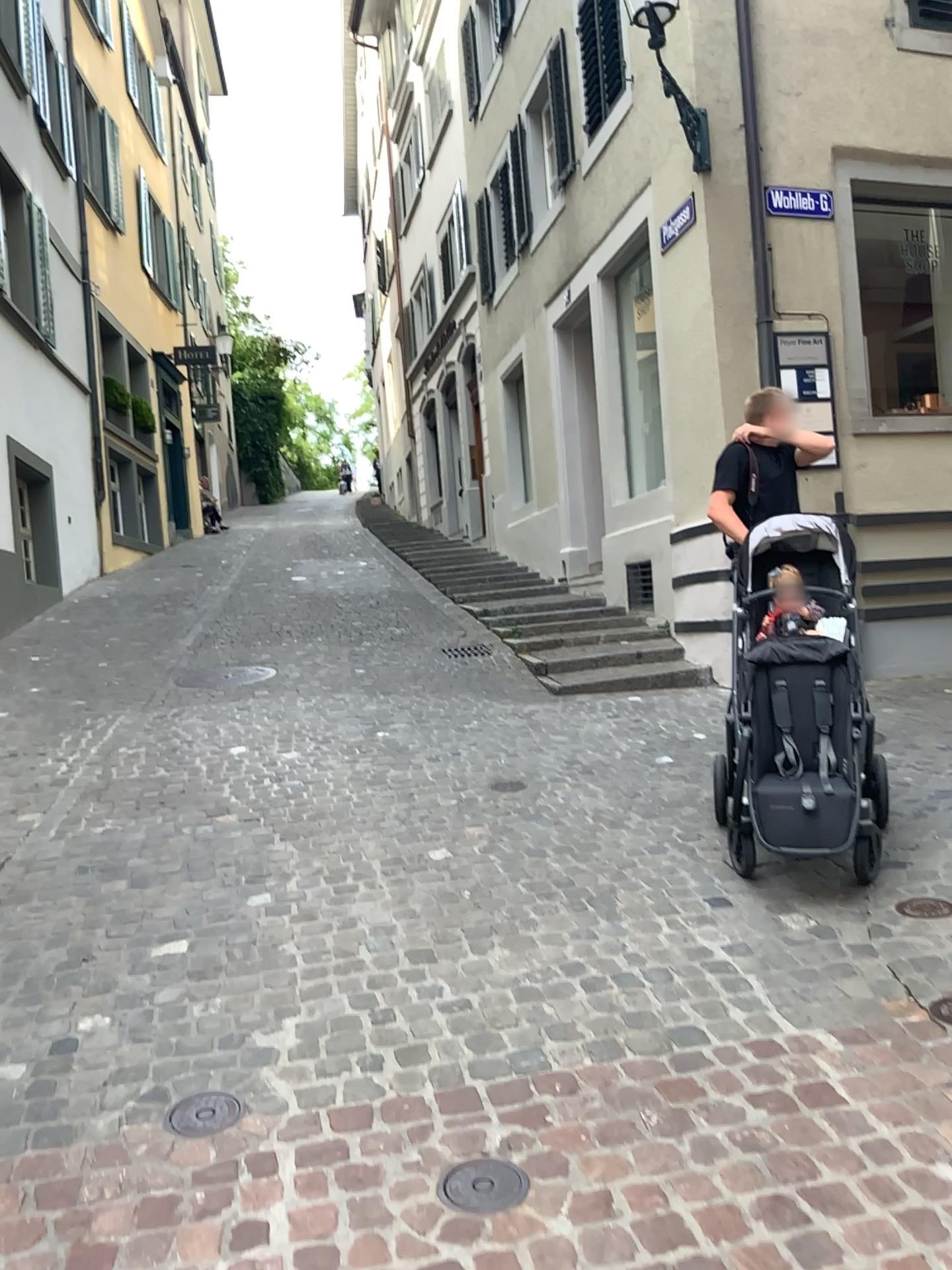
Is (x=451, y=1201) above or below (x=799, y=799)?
below

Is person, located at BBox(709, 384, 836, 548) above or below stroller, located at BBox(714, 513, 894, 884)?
above

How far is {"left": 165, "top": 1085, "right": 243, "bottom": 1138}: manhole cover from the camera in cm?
237

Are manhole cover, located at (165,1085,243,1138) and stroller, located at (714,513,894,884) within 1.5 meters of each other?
no

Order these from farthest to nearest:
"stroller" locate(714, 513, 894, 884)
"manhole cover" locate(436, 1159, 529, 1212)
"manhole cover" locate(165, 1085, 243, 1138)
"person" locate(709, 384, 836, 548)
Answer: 1. "person" locate(709, 384, 836, 548)
2. "stroller" locate(714, 513, 894, 884)
3. "manhole cover" locate(165, 1085, 243, 1138)
4. "manhole cover" locate(436, 1159, 529, 1212)

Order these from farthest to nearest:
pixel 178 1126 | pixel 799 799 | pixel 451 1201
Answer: pixel 799 799
pixel 178 1126
pixel 451 1201

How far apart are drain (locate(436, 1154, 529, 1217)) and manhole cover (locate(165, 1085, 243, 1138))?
0.6m

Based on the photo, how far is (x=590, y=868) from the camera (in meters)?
3.81

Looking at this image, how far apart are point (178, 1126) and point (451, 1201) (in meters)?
0.67

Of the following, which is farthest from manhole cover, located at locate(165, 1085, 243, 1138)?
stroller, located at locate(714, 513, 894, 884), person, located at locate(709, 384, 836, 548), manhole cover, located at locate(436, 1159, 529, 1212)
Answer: person, located at locate(709, 384, 836, 548)
